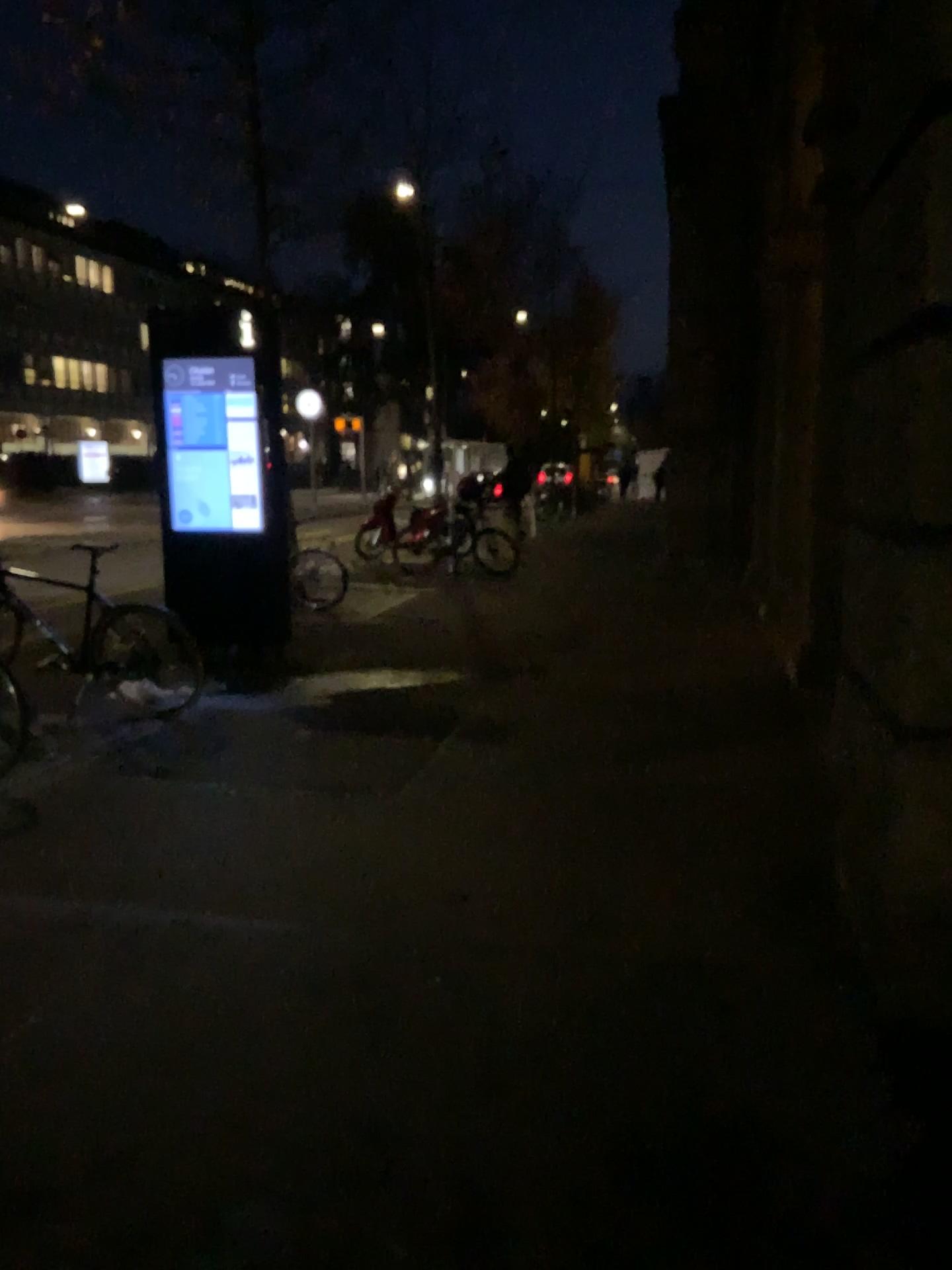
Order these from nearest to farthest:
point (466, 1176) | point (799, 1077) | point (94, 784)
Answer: point (466, 1176)
point (799, 1077)
point (94, 784)
